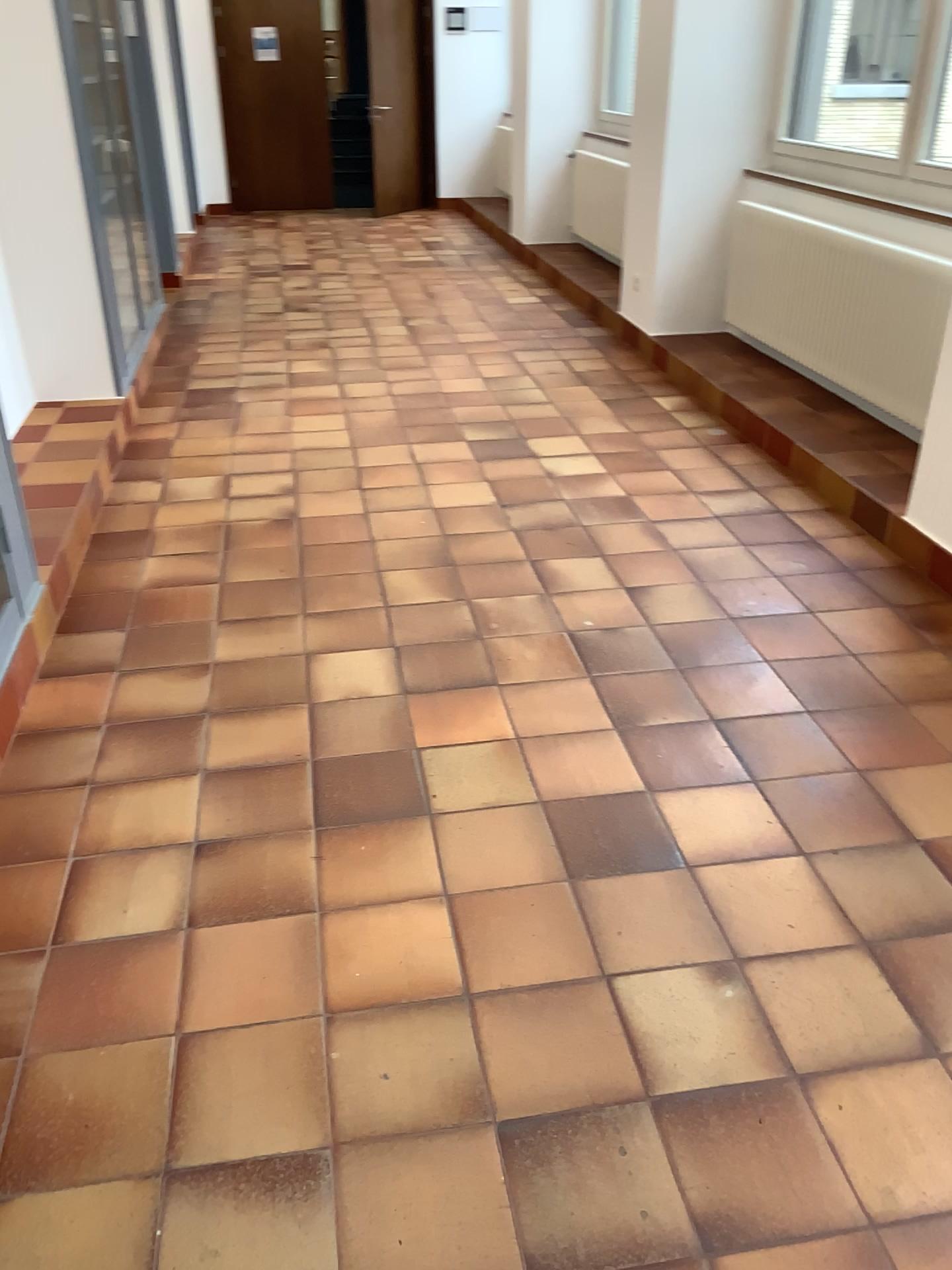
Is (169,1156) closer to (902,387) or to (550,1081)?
(550,1081)

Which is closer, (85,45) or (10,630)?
(10,630)

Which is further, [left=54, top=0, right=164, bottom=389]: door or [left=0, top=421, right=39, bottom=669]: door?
[left=54, top=0, right=164, bottom=389]: door

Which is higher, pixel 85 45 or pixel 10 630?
pixel 85 45
